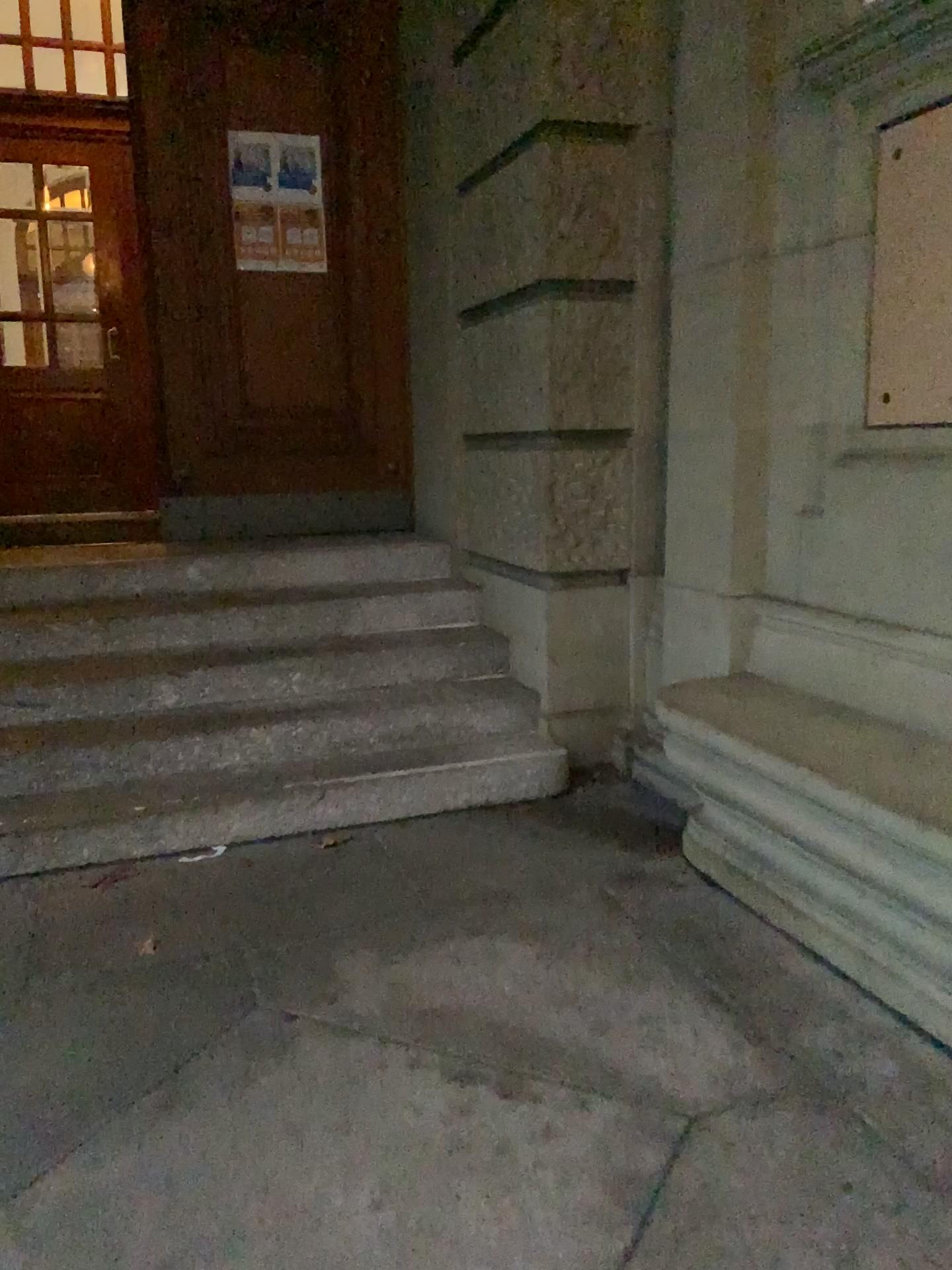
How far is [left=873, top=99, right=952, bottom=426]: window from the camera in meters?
2.6 m

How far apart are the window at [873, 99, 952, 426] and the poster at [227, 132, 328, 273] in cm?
297

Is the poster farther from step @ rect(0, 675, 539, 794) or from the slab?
the slab

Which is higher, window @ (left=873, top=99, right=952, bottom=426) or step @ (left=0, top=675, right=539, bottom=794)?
window @ (left=873, top=99, right=952, bottom=426)

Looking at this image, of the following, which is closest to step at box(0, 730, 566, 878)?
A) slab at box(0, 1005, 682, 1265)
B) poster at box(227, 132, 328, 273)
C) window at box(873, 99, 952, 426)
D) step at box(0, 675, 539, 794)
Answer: step at box(0, 675, 539, 794)

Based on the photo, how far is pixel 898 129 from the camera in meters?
2.6 m

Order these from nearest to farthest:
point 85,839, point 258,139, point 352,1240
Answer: point 352,1240
point 85,839
point 258,139

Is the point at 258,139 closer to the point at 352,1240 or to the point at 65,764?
the point at 65,764

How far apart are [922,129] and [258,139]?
3.2m

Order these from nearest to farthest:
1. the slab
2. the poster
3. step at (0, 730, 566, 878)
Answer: the slab
step at (0, 730, 566, 878)
the poster
